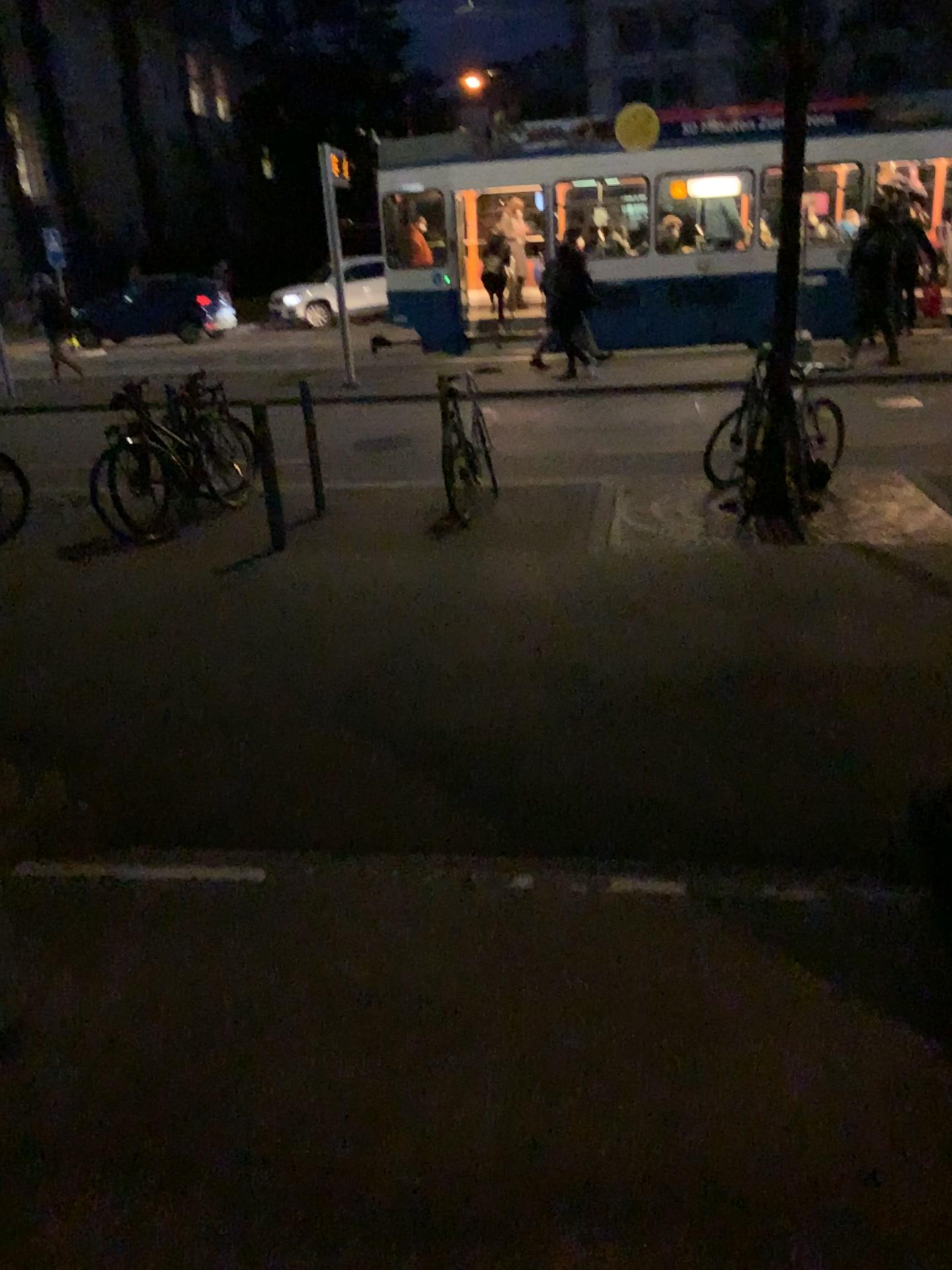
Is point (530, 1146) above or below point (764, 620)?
above
